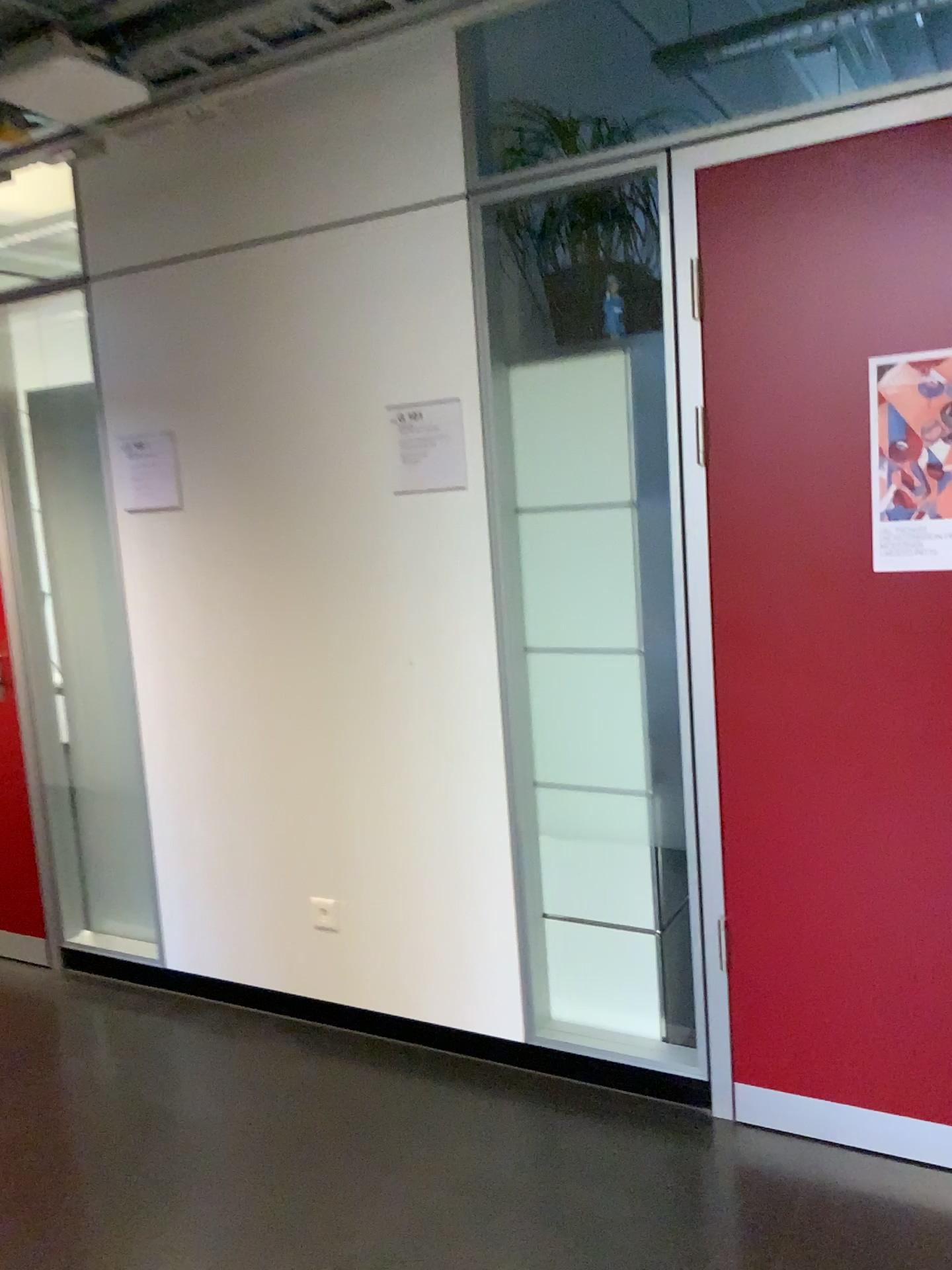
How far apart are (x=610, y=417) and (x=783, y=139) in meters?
0.7 m

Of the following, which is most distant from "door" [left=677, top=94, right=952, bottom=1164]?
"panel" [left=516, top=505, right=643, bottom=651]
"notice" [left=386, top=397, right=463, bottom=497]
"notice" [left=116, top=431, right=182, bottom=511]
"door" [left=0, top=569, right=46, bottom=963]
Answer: "door" [left=0, top=569, right=46, bottom=963]

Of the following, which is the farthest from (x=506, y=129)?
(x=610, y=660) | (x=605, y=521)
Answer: (x=610, y=660)

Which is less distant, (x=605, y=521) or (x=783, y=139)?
(x=783, y=139)

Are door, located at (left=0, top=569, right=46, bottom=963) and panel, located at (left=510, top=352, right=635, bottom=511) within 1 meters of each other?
no

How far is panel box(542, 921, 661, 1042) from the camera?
2.62m

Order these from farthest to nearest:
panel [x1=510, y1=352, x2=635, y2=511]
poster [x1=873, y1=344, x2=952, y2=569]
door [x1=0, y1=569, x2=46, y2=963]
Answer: door [x1=0, y1=569, x2=46, y2=963] < panel [x1=510, y1=352, x2=635, y2=511] < poster [x1=873, y1=344, x2=952, y2=569]

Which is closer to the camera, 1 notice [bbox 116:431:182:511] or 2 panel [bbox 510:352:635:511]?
2 panel [bbox 510:352:635:511]

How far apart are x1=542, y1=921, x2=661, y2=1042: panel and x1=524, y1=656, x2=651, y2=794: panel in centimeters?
38cm

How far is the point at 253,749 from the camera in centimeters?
299cm
